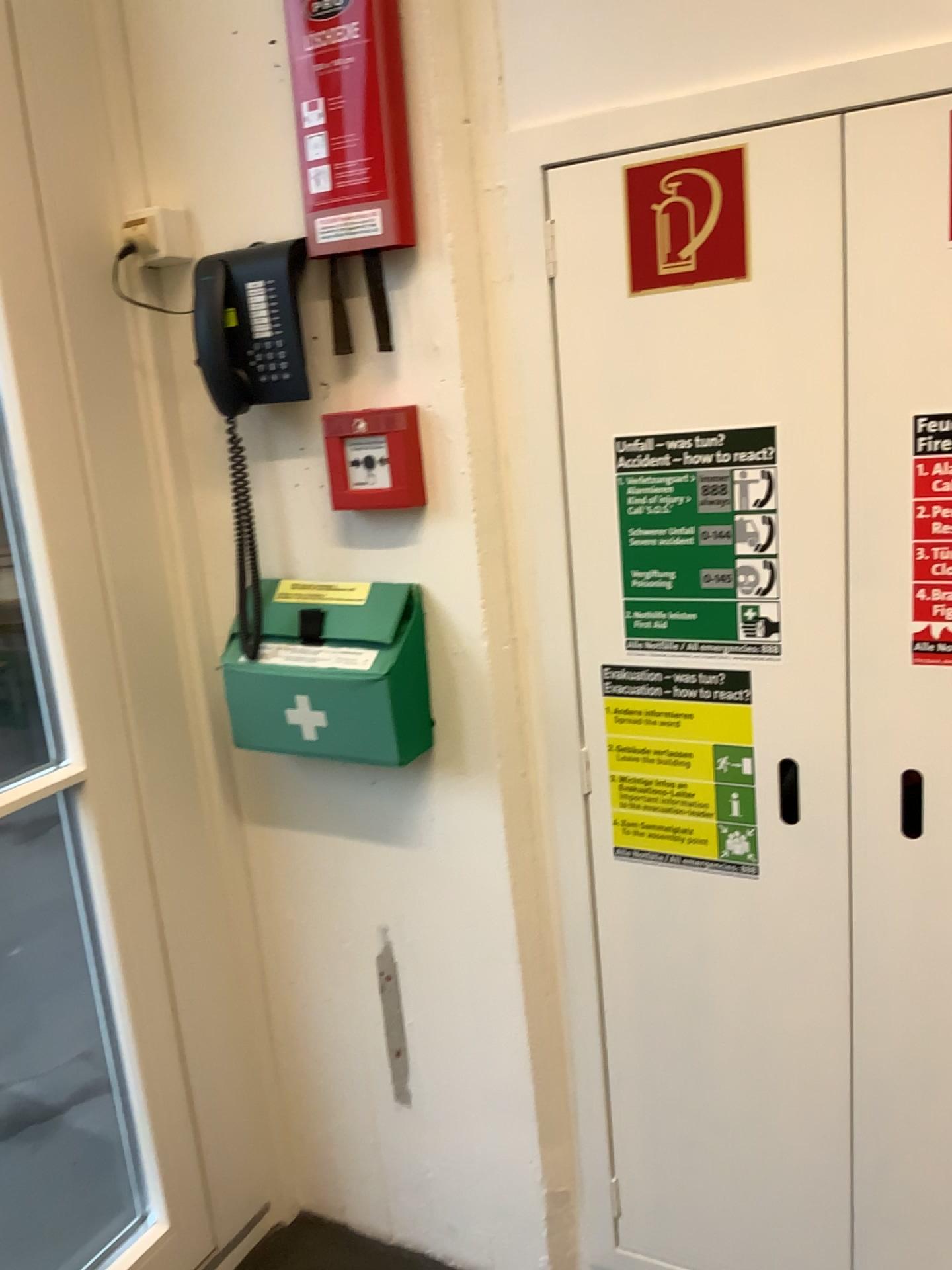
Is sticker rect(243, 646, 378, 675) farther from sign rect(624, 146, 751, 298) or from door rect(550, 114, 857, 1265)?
sign rect(624, 146, 751, 298)

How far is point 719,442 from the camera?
1.3 meters

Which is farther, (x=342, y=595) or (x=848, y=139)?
(x=342, y=595)

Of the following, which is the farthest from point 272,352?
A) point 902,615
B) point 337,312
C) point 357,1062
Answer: point 357,1062

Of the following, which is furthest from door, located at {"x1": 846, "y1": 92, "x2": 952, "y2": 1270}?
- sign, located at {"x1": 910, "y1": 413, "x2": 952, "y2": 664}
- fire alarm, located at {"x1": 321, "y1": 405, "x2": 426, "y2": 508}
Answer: fire alarm, located at {"x1": 321, "y1": 405, "x2": 426, "y2": 508}

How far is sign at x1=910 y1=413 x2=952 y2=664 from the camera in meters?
1.2

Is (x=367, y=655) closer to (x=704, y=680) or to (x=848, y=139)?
(x=704, y=680)

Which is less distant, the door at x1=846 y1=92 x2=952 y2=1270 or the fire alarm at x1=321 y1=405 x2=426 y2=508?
Answer: the door at x1=846 y1=92 x2=952 y2=1270

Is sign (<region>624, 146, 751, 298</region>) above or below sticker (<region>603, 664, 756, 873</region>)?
above

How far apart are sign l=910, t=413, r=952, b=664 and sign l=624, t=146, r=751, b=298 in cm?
27
